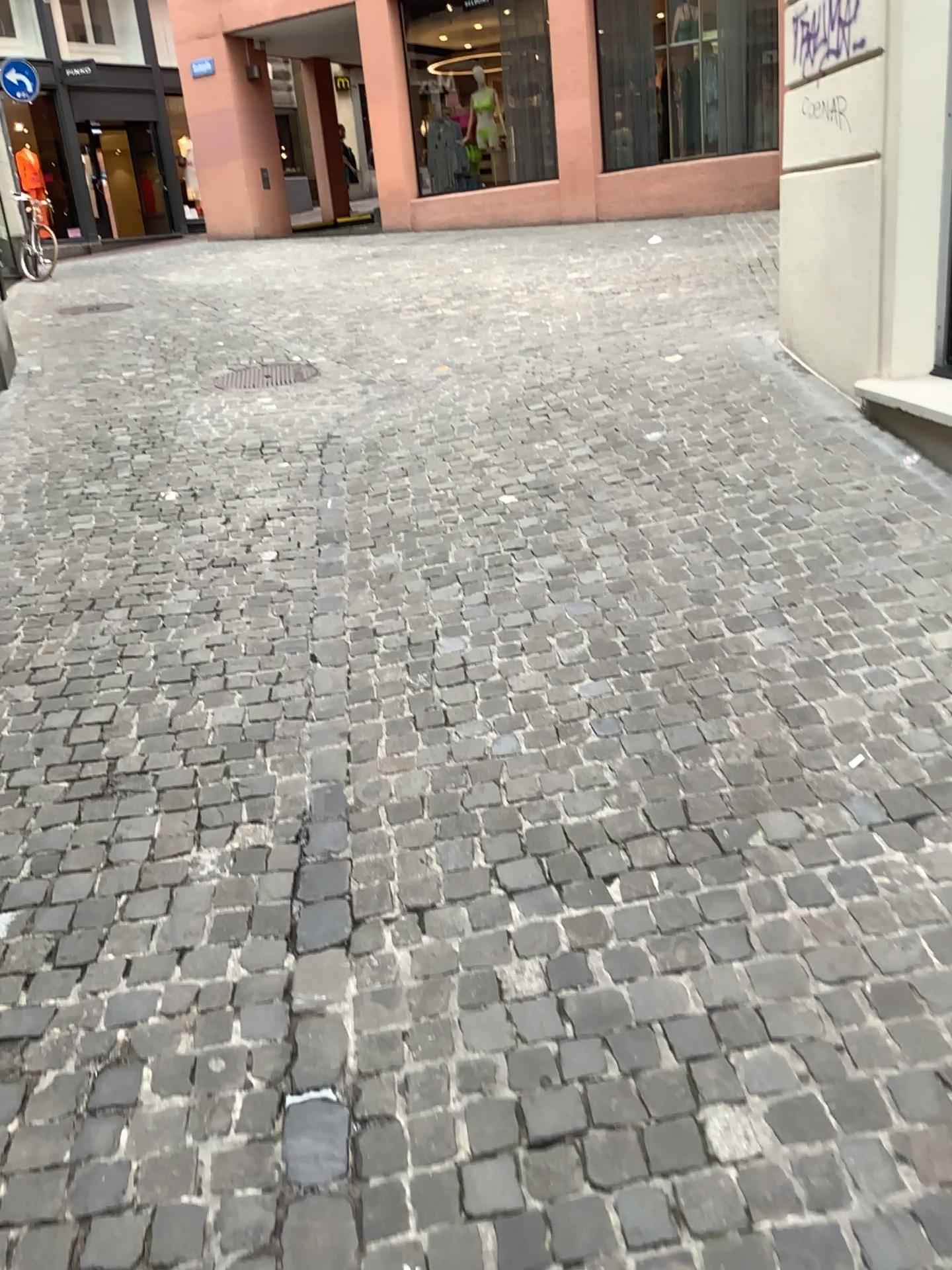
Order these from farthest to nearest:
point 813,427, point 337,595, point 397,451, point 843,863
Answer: point 397,451, point 813,427, point 337,595, point 843,863
